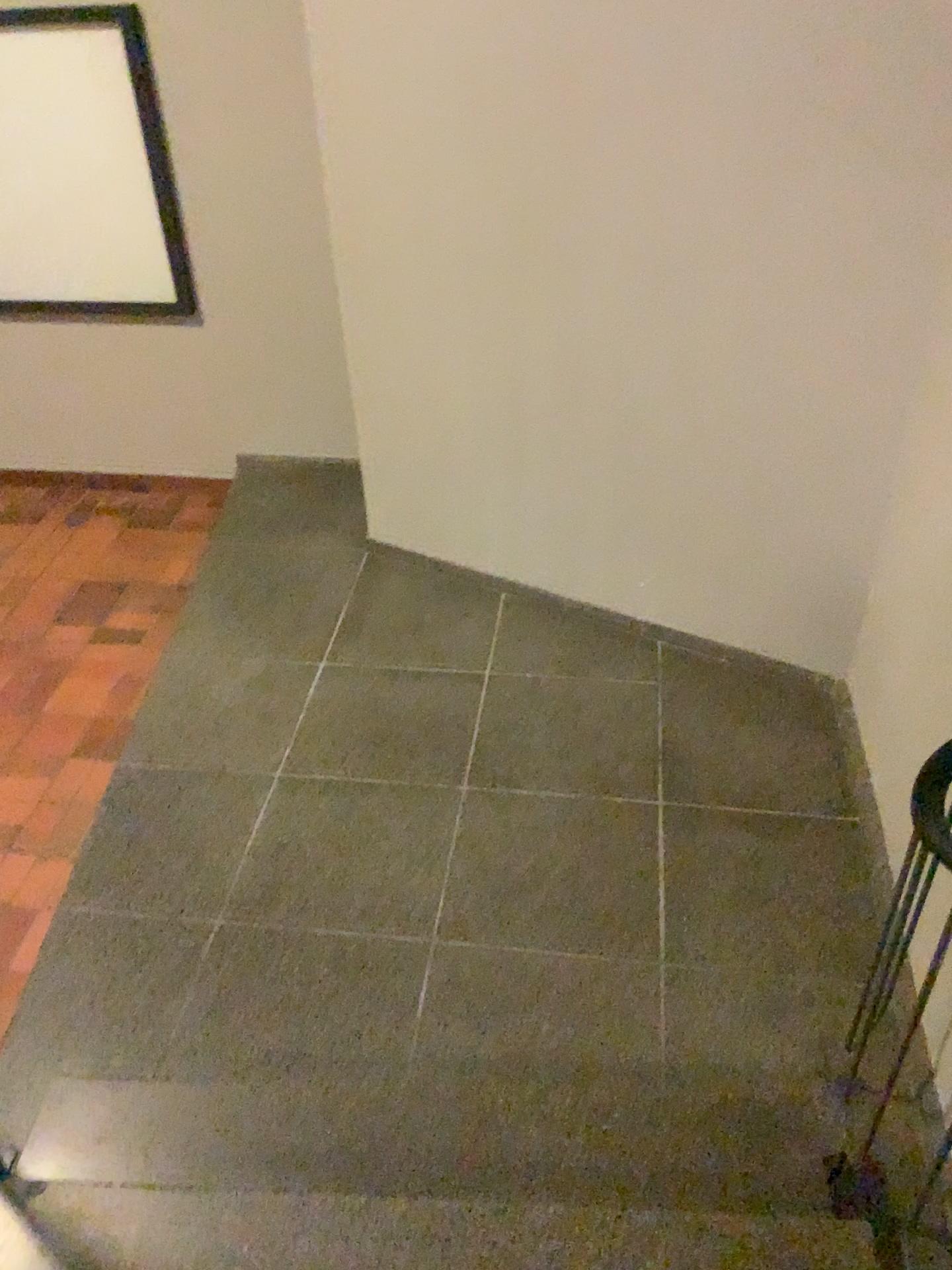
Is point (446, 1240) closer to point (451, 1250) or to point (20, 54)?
point (451, 1250)

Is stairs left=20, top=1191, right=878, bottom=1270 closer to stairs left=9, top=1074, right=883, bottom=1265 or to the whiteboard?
stairs left=9, top=1074, right=883, bottom=1265

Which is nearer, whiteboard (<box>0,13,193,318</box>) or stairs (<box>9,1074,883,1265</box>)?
stairs (<box>9,1074,883,1265</box>)

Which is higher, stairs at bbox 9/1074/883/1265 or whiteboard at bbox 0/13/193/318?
whiteboard at bbox 0/13/193/318

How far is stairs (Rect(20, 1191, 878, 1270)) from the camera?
1.78m

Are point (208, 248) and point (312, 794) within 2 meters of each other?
no

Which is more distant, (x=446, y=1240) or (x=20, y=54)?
(x=20, y=54)

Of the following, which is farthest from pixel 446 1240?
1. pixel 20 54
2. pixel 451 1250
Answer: pixel 20 54

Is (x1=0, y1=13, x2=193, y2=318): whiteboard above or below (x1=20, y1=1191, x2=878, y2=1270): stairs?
above

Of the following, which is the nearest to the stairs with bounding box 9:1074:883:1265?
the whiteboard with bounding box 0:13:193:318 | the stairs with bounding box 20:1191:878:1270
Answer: the stairs with bounding box 20:1191:878:1270
